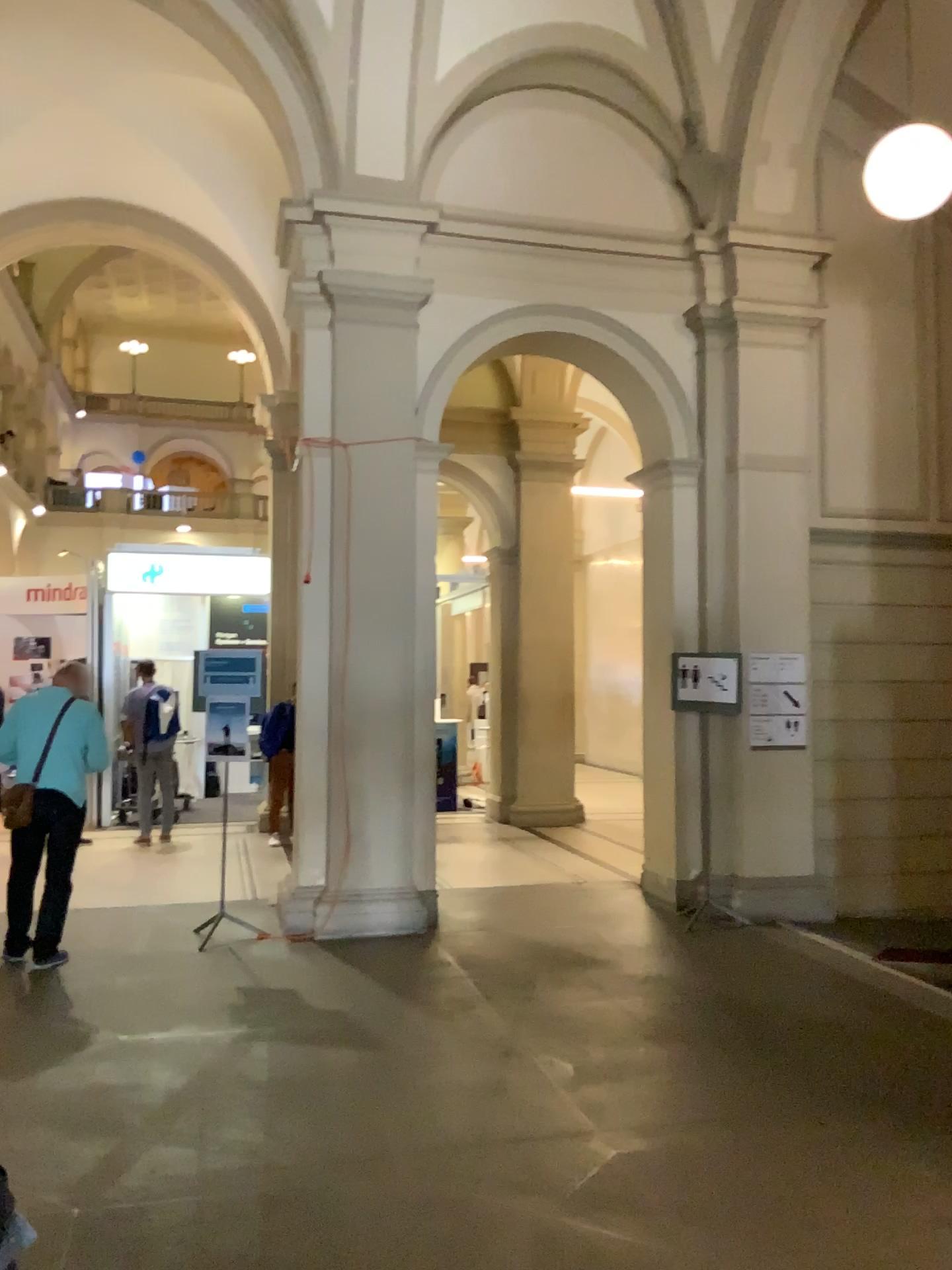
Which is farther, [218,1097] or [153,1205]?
[218,1097]
